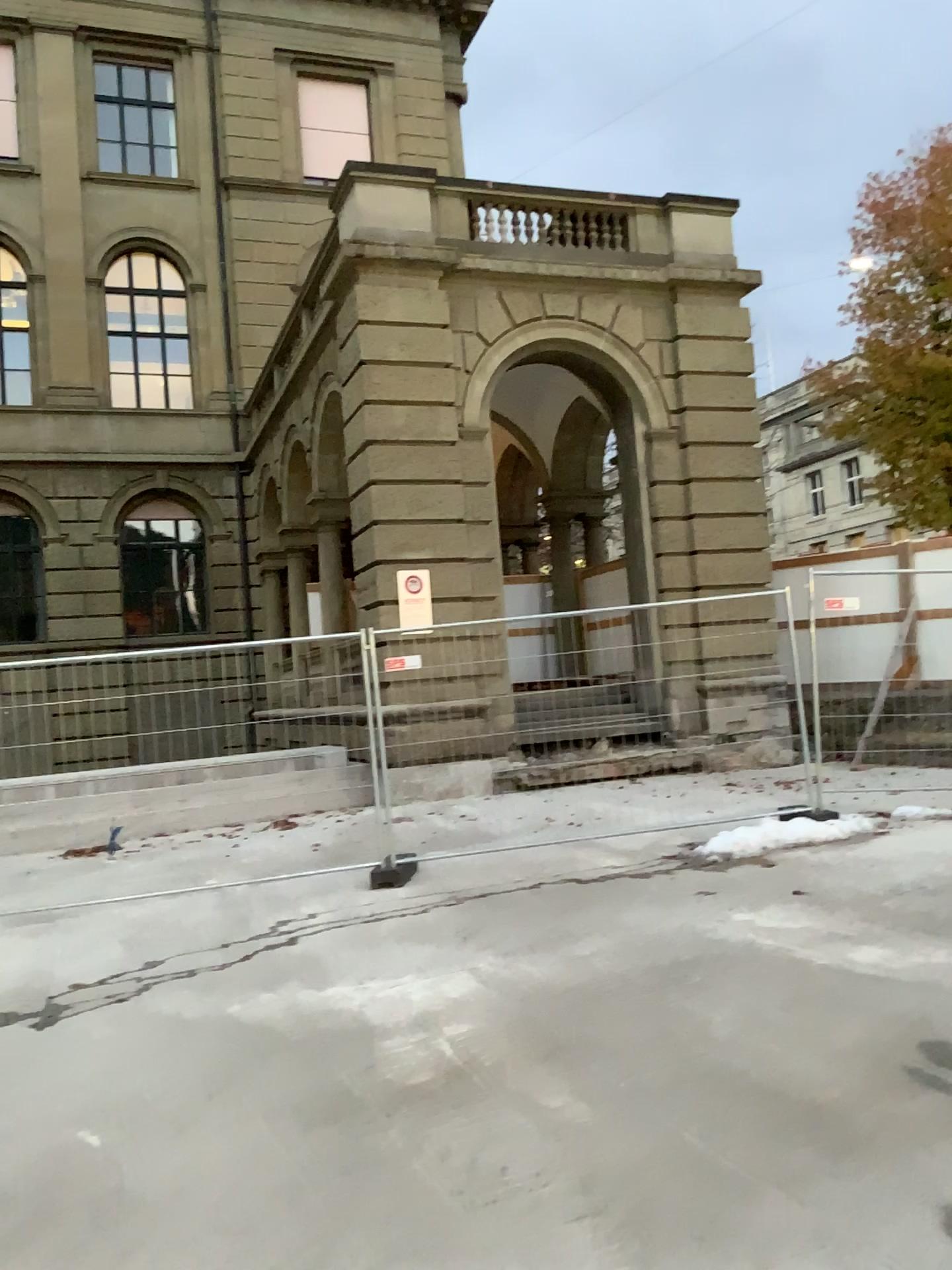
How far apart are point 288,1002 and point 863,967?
2.63m
